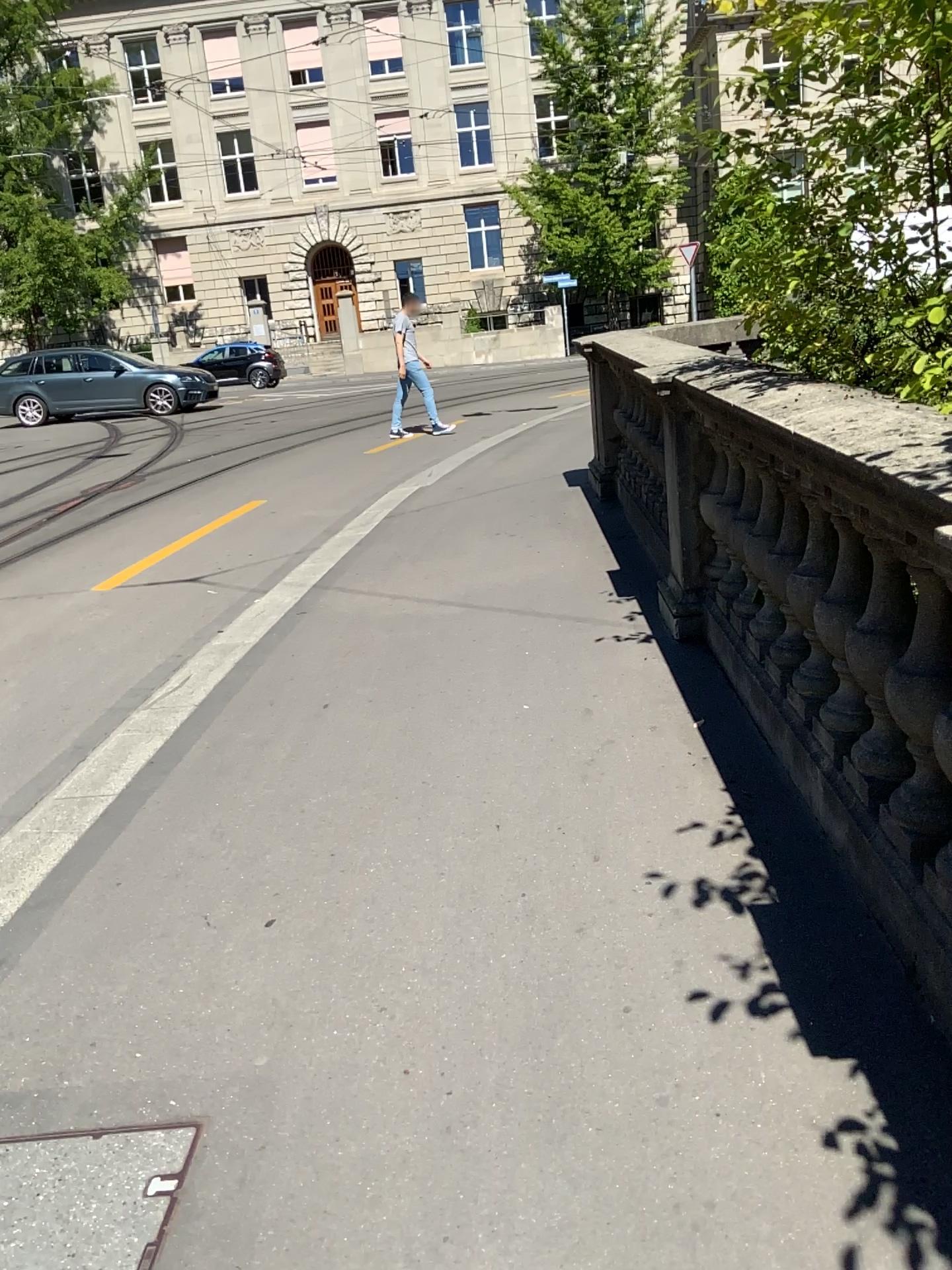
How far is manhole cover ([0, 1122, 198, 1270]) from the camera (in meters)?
1.77

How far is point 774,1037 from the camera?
2.02m

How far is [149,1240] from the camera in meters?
1.8 m
